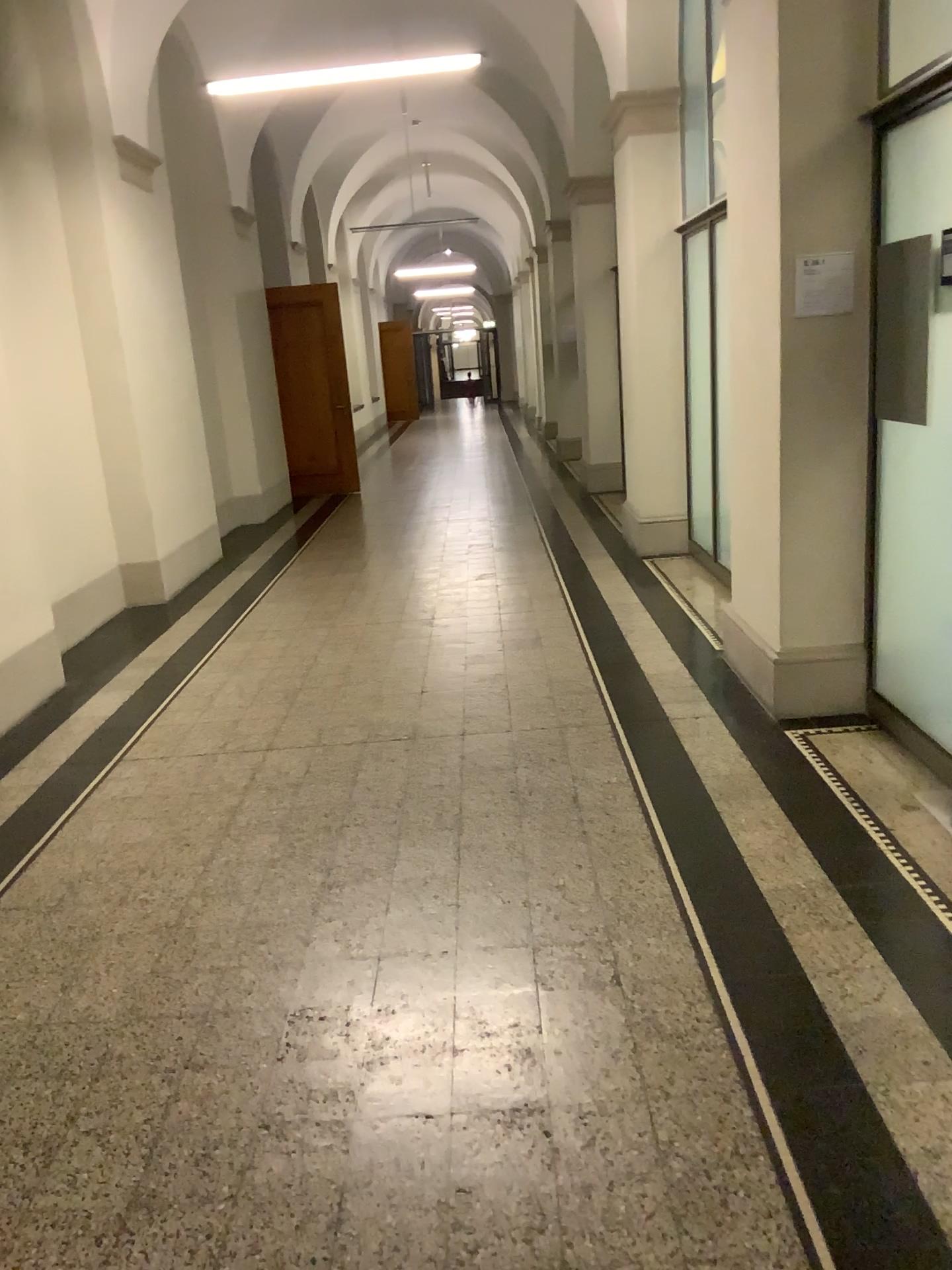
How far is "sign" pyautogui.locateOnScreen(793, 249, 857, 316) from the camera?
3.8m

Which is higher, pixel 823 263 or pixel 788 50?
pixel 788 50

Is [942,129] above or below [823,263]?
above

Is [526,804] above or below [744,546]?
below

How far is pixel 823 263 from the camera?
3.8 meters
